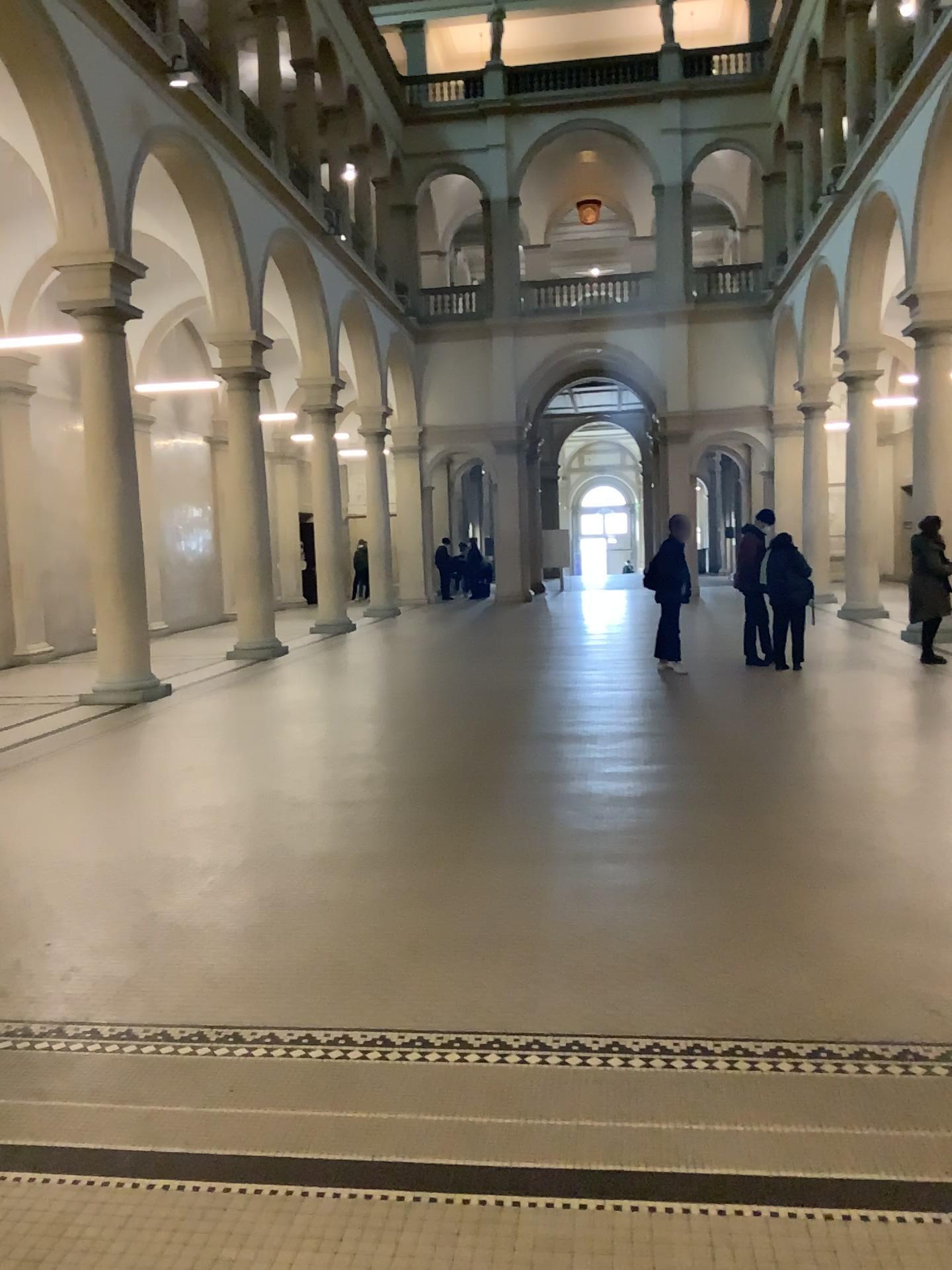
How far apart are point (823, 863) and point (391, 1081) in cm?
251

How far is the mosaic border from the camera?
3.12m

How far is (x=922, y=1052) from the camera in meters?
3.1
